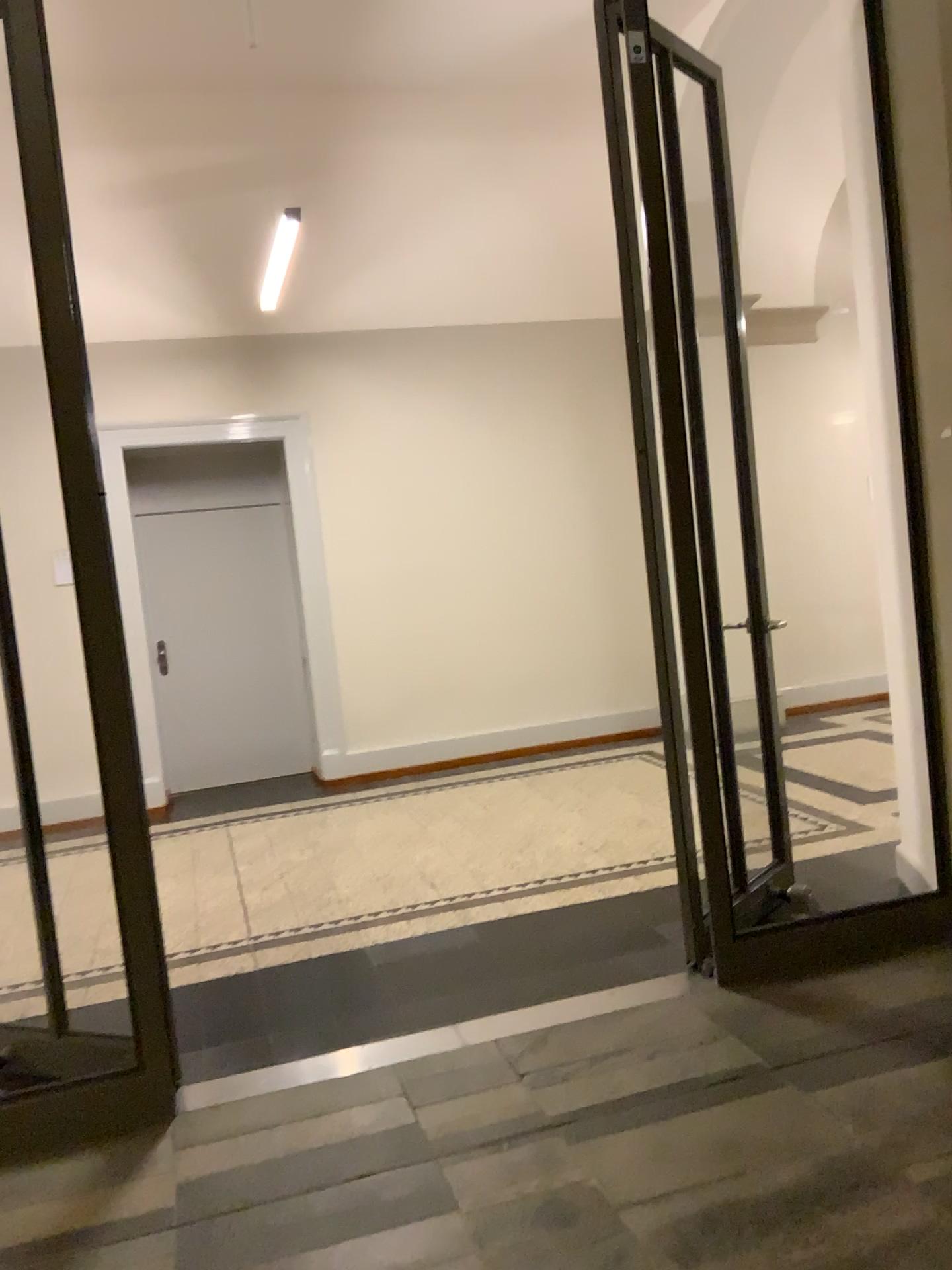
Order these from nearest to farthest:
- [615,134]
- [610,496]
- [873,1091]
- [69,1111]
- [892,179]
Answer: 1. [873,1091]
2. [69,1111]
3. [615,134]
4. [892,179]
5. [610,496]
